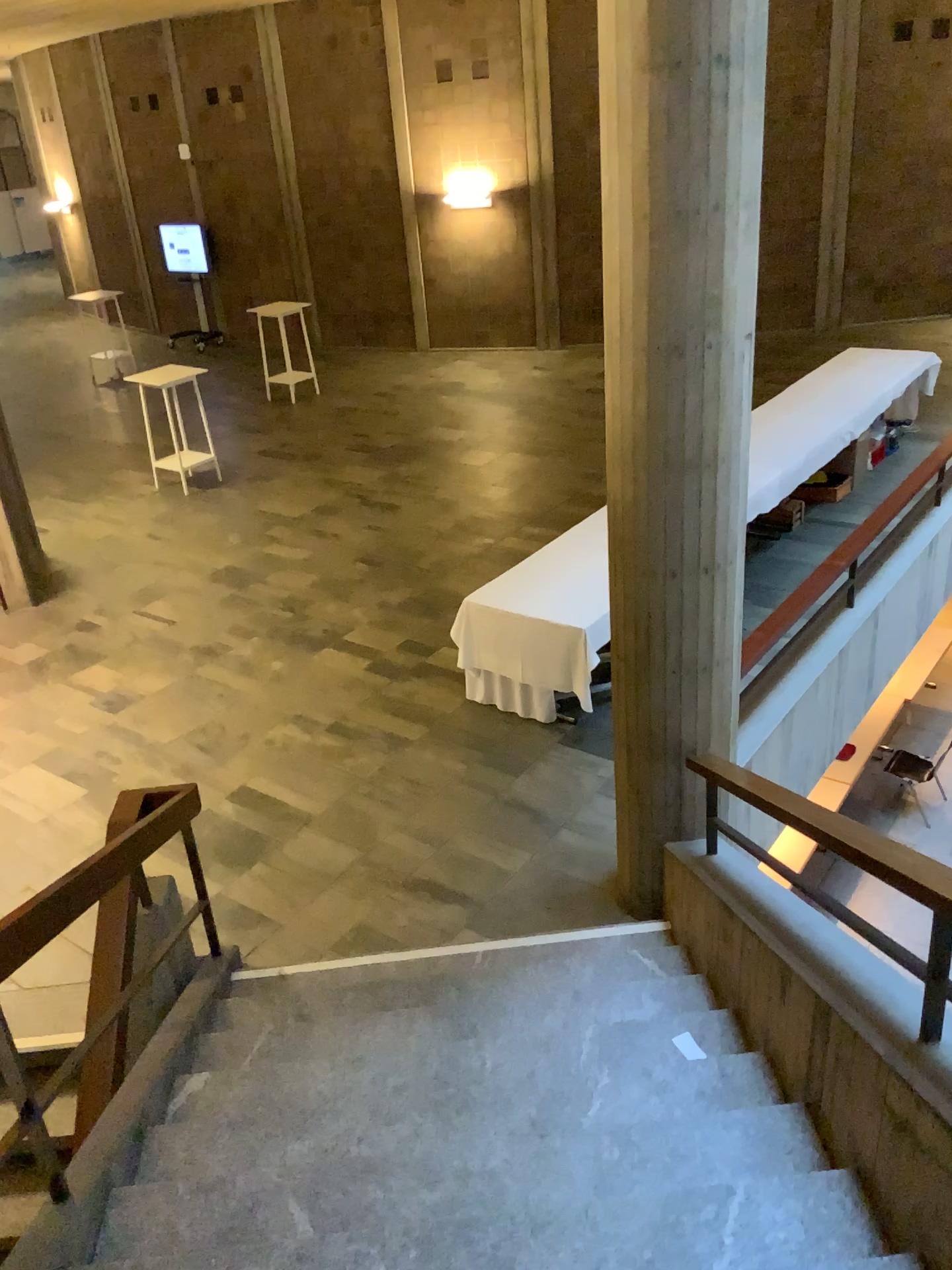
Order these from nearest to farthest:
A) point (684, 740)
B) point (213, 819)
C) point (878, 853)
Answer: point (878, 853), point (684, 740), point (213, 819)
